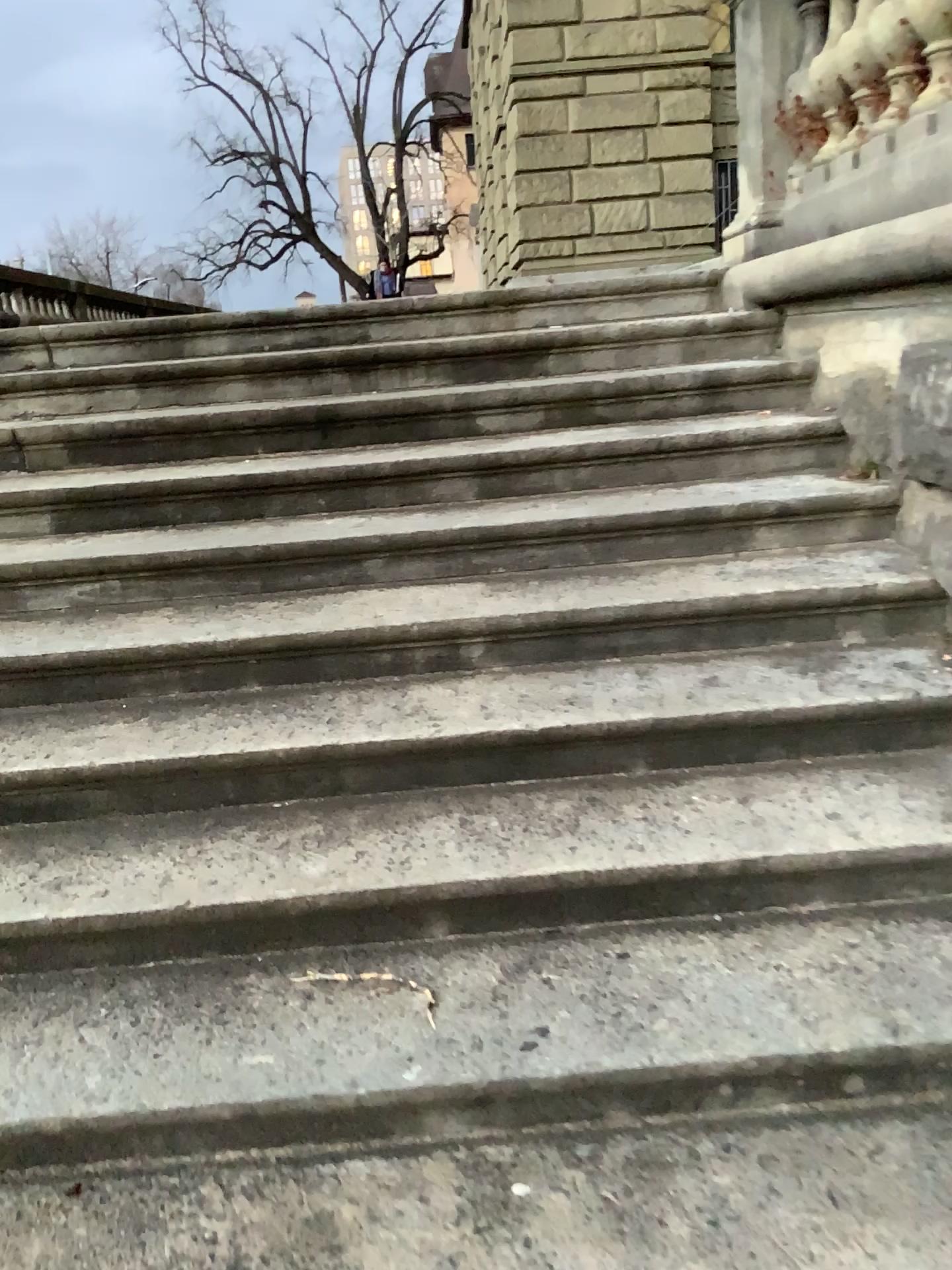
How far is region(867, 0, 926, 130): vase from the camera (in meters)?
2.71

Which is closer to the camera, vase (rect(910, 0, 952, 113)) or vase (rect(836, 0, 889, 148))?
vase (rect(910, 0, 952, 113))

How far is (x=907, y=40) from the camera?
2.7m

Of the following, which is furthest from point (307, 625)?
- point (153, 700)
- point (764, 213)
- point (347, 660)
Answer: point (764, 213)

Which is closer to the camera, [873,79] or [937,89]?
[937,89]
